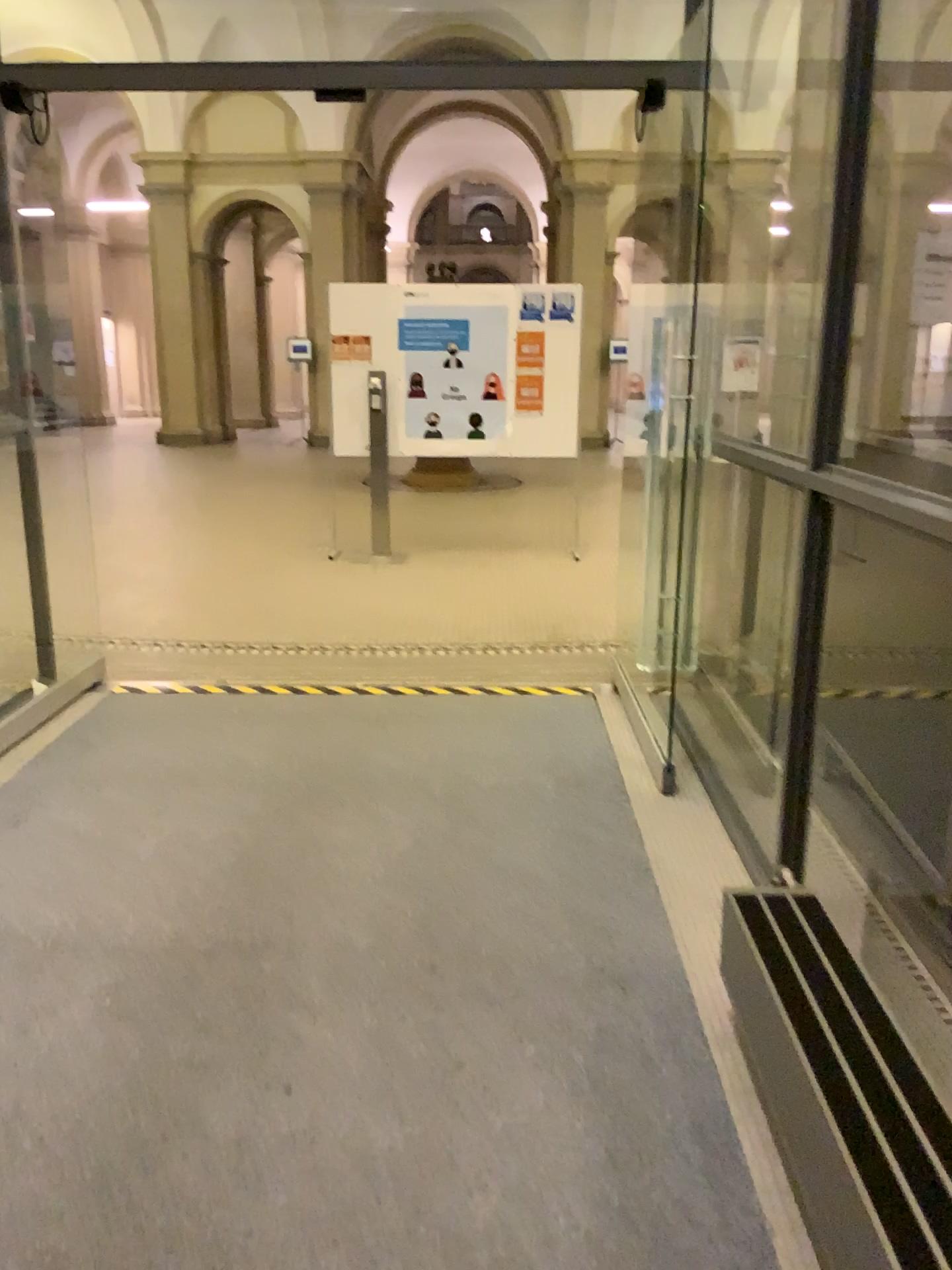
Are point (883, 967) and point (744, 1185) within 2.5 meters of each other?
yes
